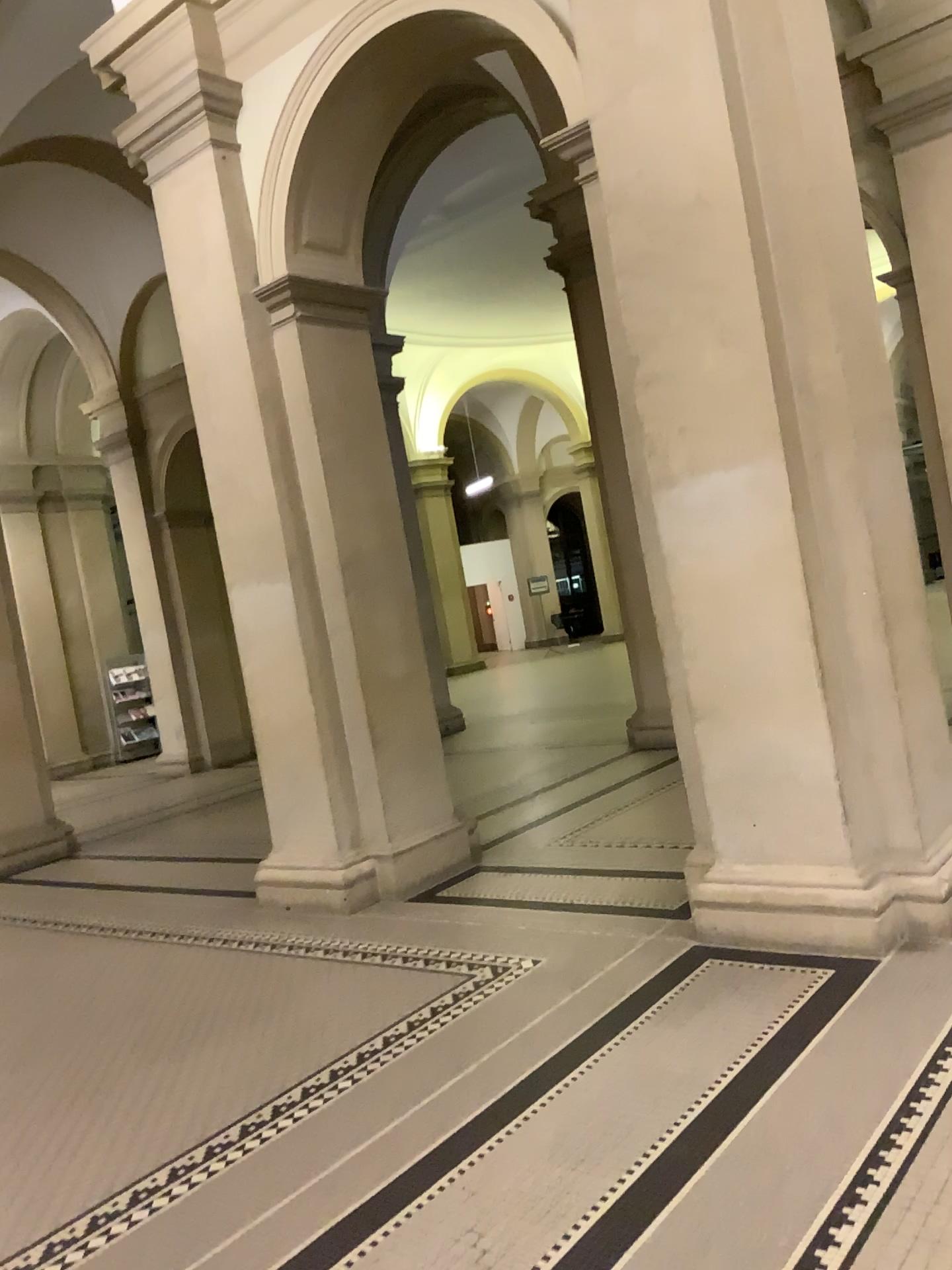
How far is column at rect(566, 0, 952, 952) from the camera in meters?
3.7 m

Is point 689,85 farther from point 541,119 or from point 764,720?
point 764,720

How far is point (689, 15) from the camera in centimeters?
374cm
